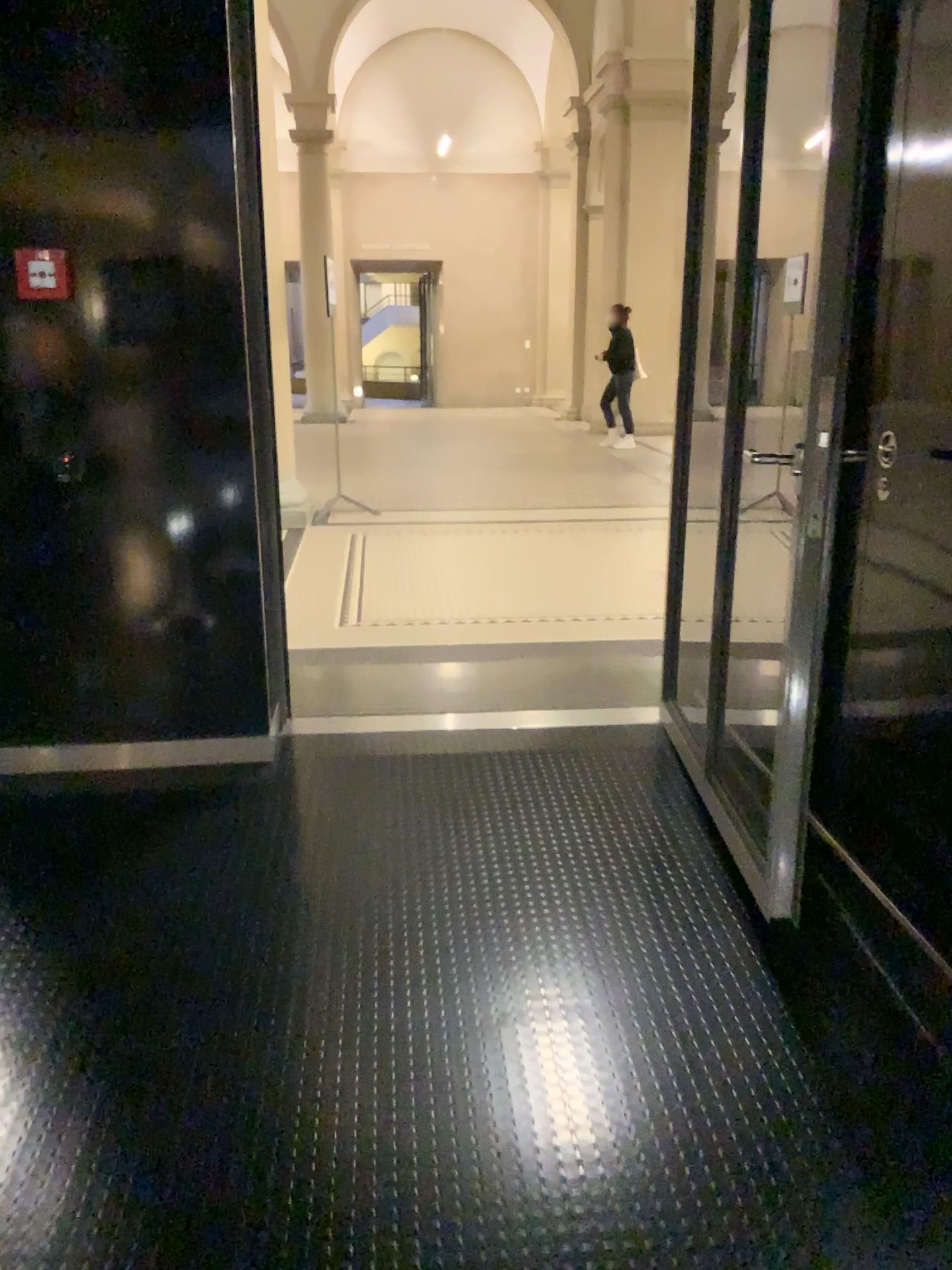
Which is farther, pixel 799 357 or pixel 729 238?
pixel 729 238
